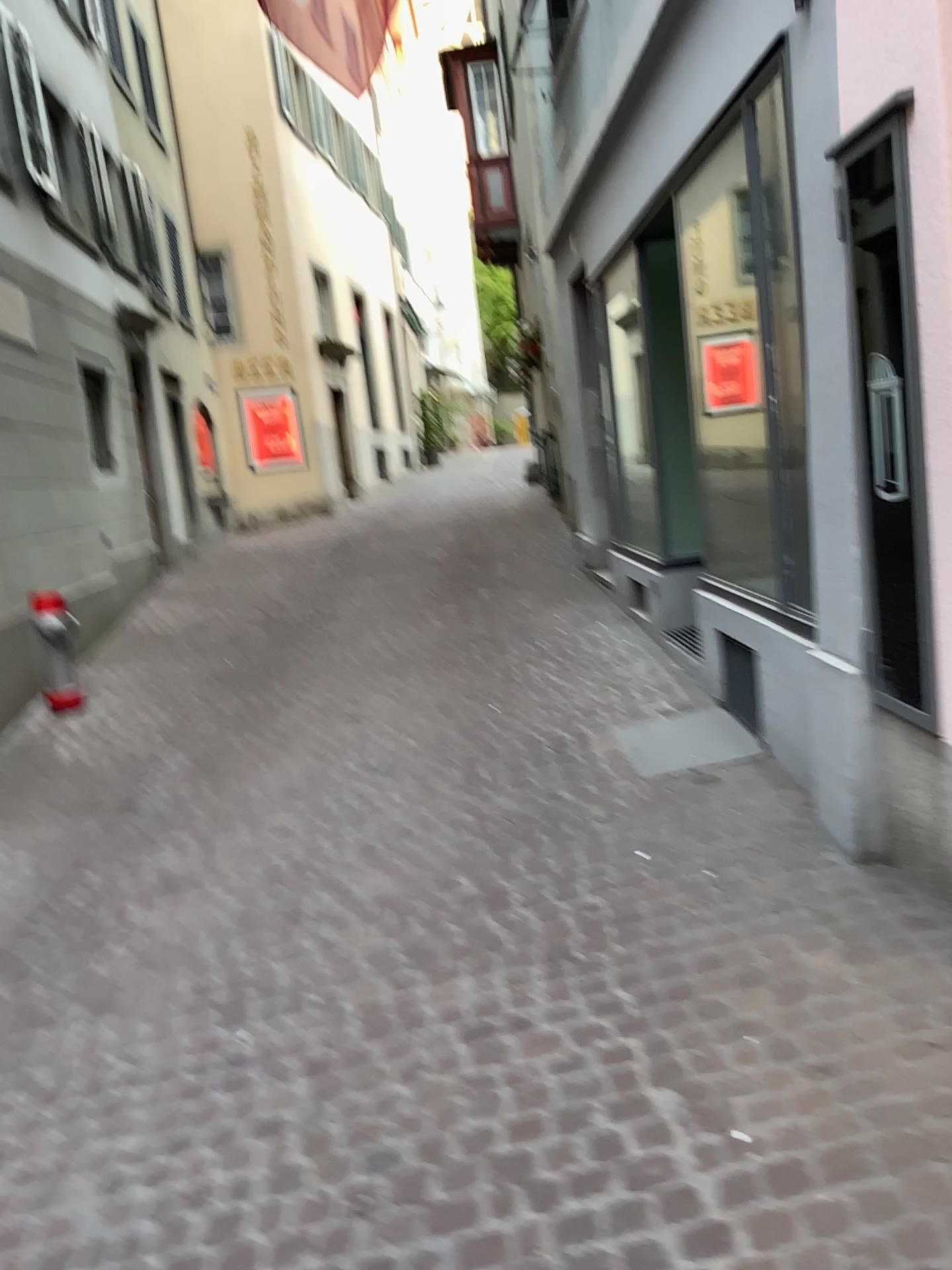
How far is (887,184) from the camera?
2.6m

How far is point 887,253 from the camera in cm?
261

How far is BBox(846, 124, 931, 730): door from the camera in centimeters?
257cm
